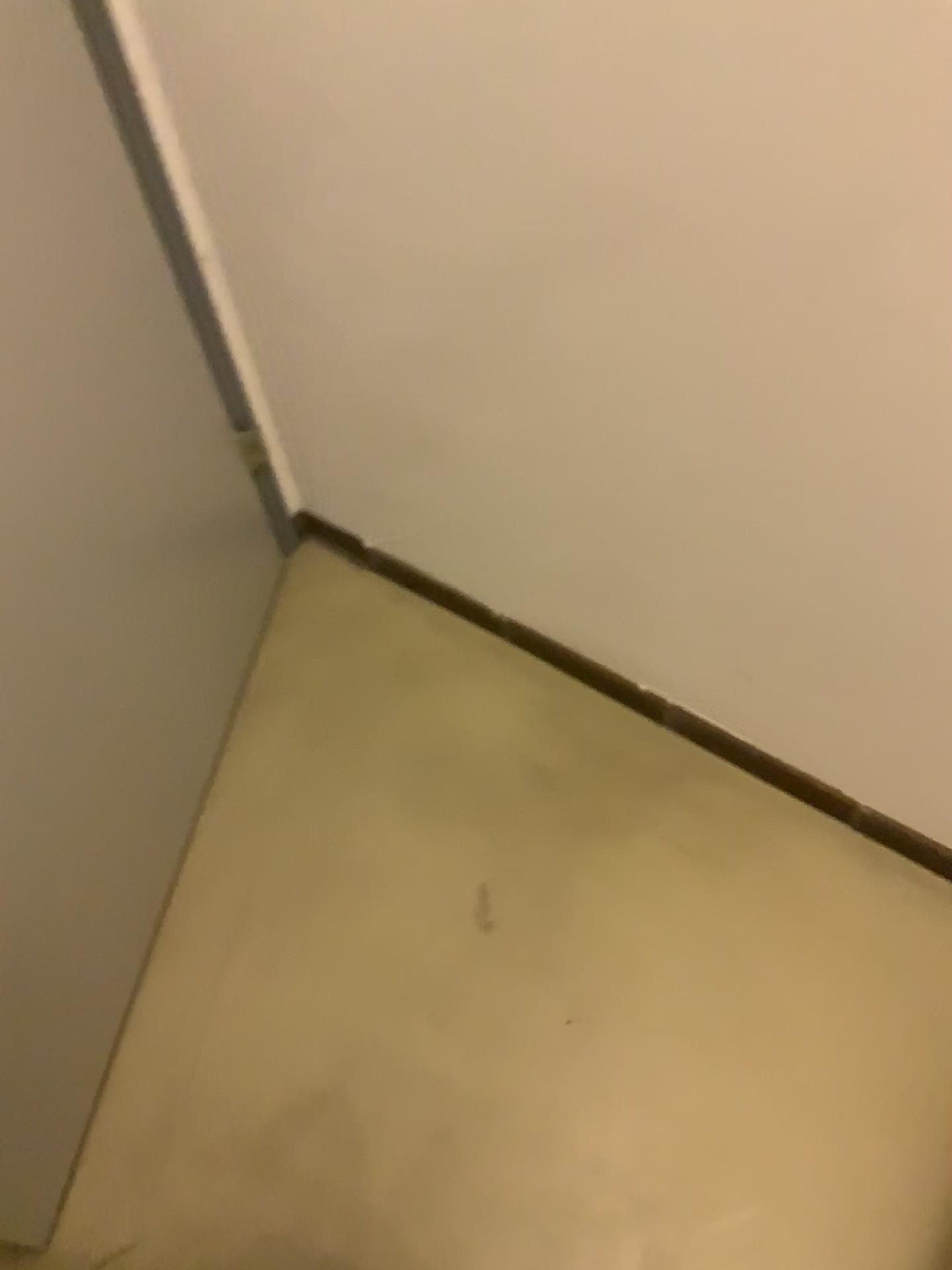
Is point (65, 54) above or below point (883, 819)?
above

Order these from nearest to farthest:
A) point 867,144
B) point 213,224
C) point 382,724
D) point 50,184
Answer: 1. point 867,144
2. point 50,184
3. point 213,224
4. point 382,724

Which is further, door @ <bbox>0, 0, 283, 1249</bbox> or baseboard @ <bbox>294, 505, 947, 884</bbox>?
baseboard @ <bbox>294, 505, 947, 884</bbox>

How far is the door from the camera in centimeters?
94cm

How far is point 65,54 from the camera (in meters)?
0.94

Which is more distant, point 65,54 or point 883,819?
point 883,819
